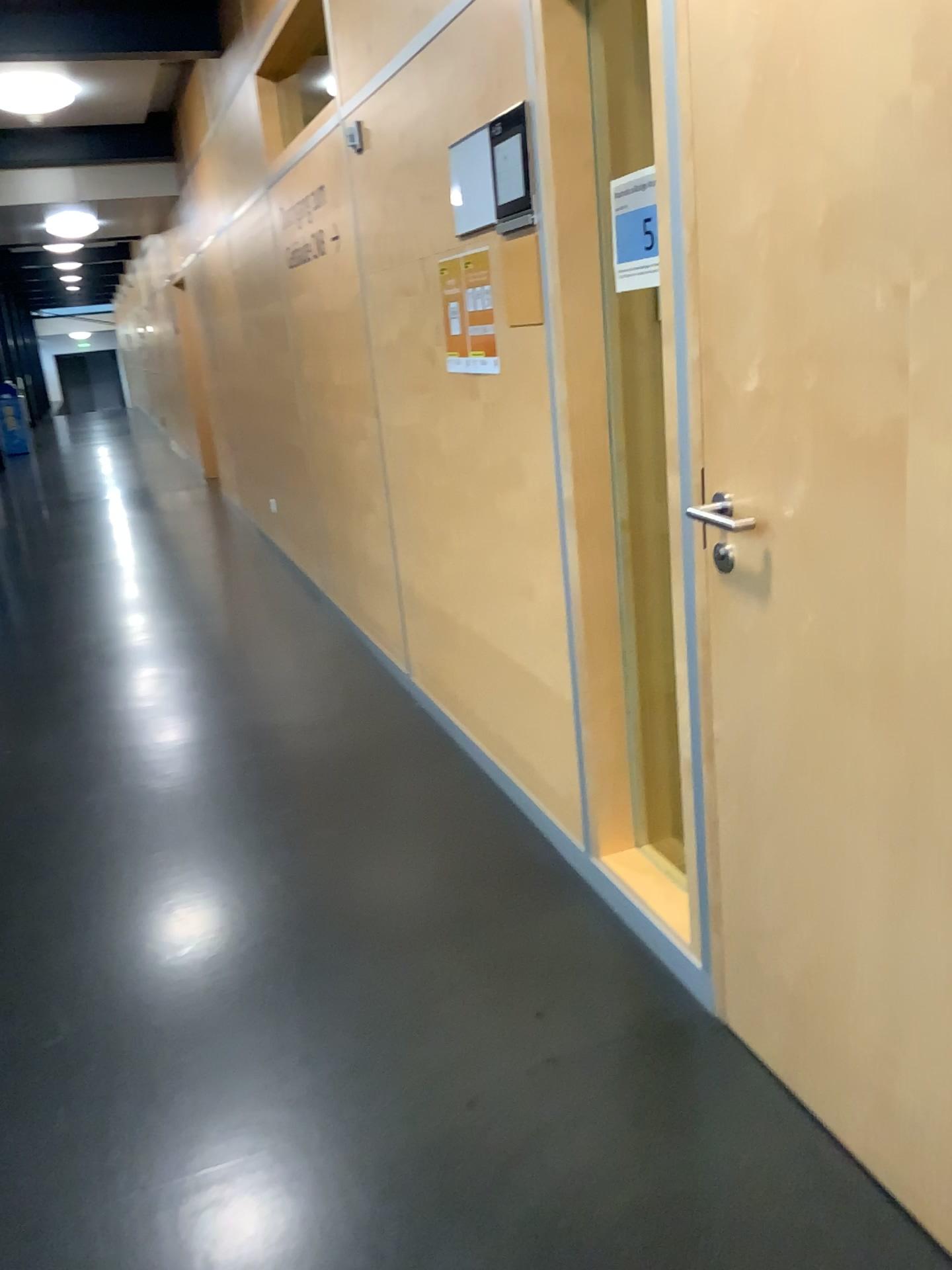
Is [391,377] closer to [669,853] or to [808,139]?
[669,853]

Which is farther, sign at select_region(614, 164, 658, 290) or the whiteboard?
the whiteboard

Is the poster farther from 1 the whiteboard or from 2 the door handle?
2 the door handle

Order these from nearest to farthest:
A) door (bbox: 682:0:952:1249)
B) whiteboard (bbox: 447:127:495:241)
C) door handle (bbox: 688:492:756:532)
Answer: door (bbox: 682:0:952:1249)
door handle (bbox: 688:492:756:532)
whiteboard (bbox: 447:127:495:241)

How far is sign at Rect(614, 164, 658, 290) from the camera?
1.93m

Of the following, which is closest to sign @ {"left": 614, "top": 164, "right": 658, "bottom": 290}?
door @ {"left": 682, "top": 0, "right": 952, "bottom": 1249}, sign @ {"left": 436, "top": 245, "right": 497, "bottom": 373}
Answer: door @ {"left": 682, "top": 0, "right": 952, "bottom": 1249}

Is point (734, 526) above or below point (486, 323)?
below

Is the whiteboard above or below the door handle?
above

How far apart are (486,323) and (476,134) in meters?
0.4

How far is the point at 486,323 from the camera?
2.64m
